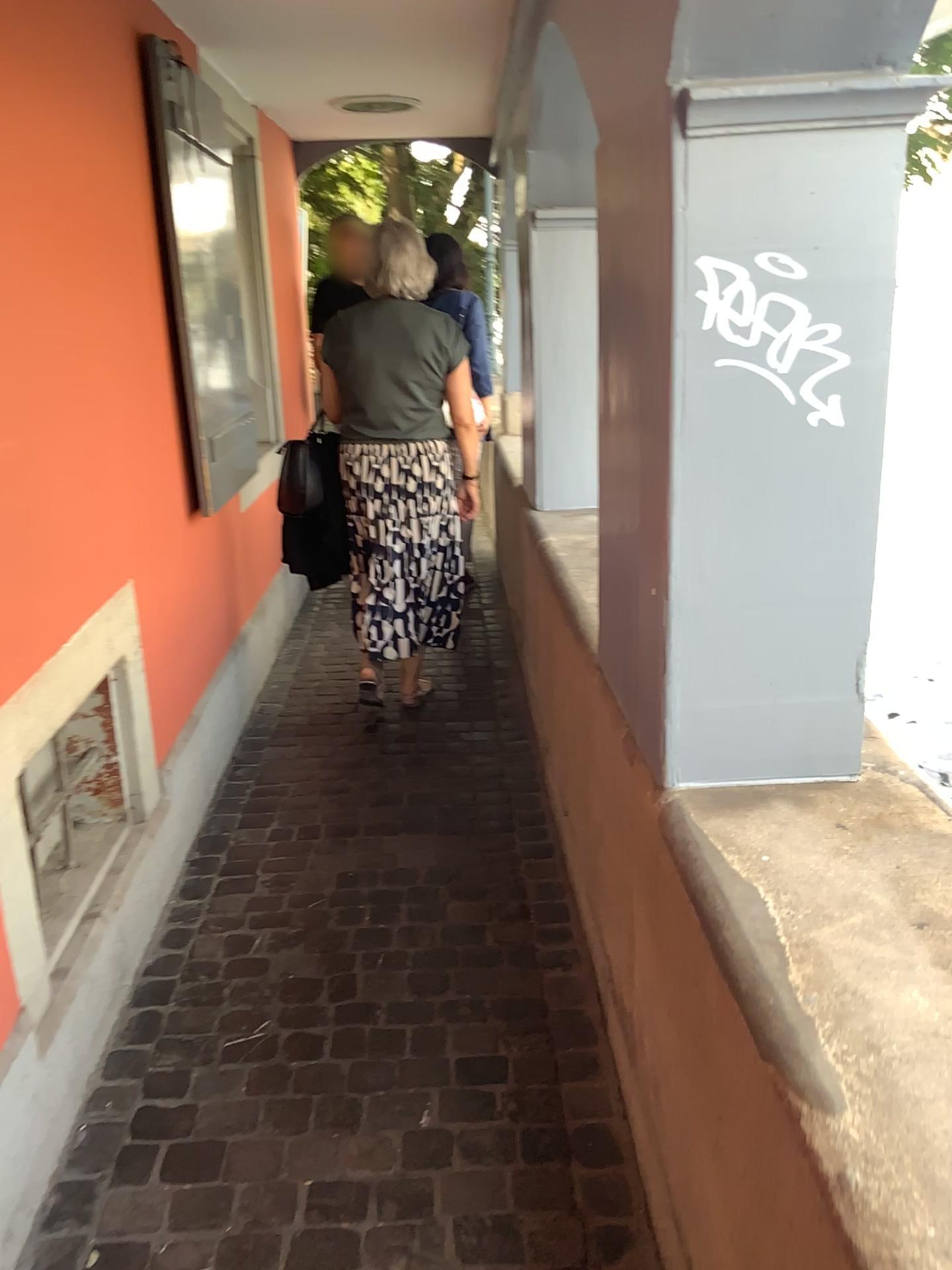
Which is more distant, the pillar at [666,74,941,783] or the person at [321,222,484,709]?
the person at [321,222,484,709]

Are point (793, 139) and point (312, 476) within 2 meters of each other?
no

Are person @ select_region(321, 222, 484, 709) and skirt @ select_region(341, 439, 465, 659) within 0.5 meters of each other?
yes

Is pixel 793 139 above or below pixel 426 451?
above

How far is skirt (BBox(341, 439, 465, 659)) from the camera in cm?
343

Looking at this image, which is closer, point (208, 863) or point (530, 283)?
point (208, 863)

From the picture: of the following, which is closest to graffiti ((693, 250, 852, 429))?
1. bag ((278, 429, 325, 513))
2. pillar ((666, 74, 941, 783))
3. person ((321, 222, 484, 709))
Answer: pillar ((666, 74, 941, 783))

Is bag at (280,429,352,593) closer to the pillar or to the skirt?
the skirt

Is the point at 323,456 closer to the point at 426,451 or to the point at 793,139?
the point at 426,451

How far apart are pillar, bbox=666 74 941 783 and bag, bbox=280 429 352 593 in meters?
2.2 m
